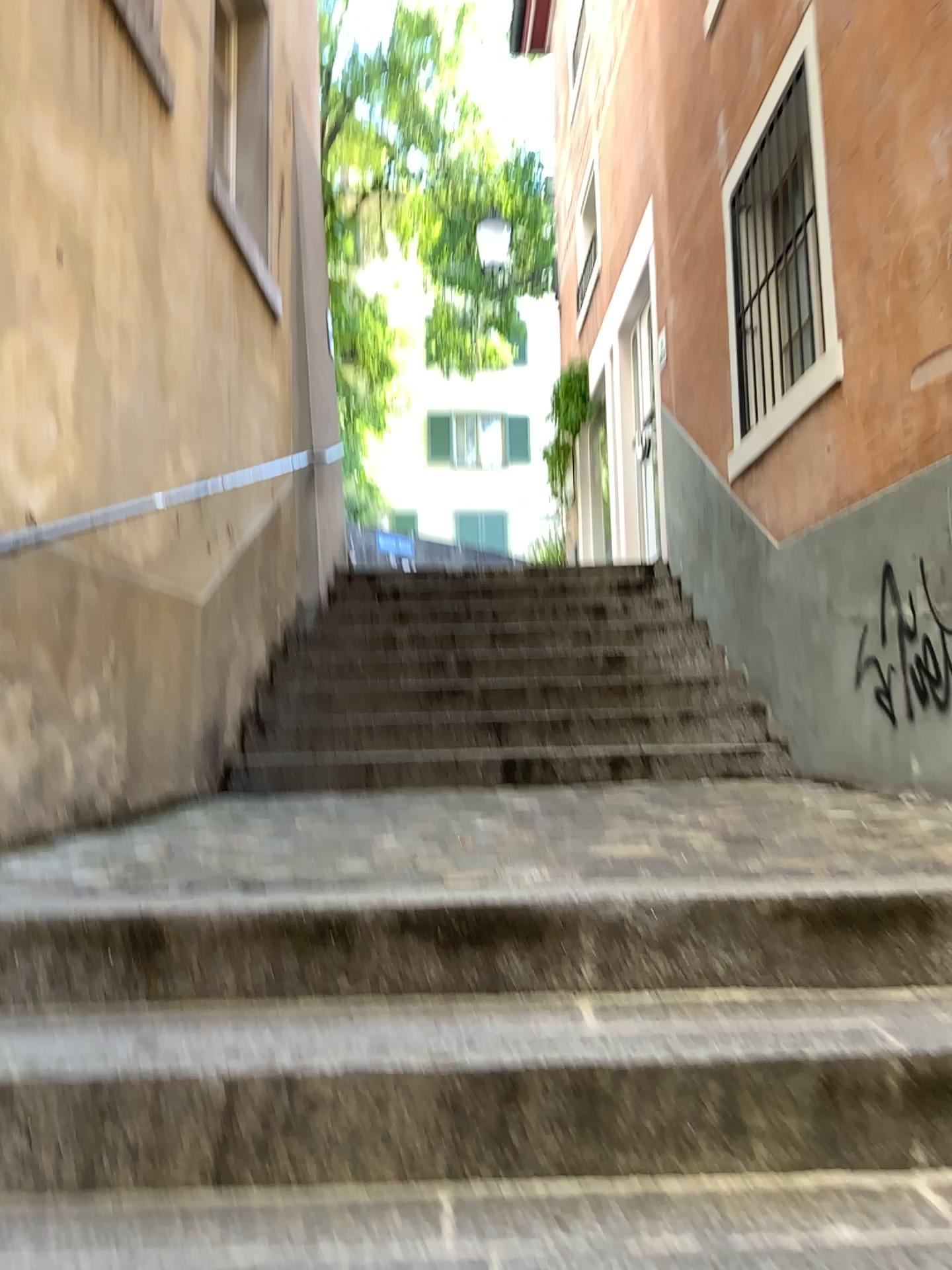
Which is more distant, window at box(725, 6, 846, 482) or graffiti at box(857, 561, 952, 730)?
window at box(725, 6, 846, 482)

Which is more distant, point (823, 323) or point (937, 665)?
point (823, 323)

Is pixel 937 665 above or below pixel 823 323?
below

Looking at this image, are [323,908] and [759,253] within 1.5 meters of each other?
no

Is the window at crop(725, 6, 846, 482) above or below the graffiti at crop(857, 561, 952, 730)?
above
